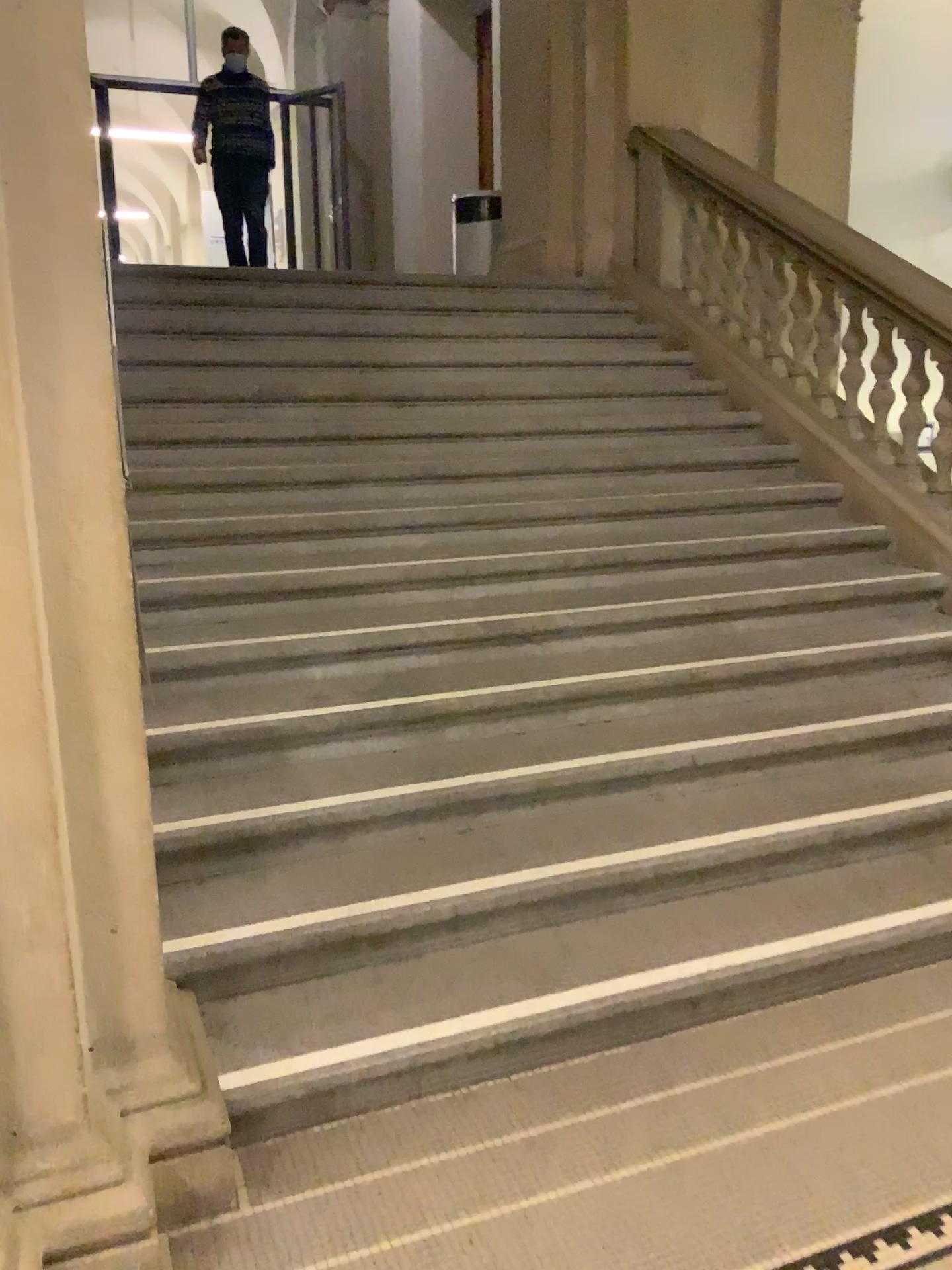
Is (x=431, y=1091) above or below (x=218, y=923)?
below

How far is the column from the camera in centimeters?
165cm

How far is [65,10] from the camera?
1.6m
